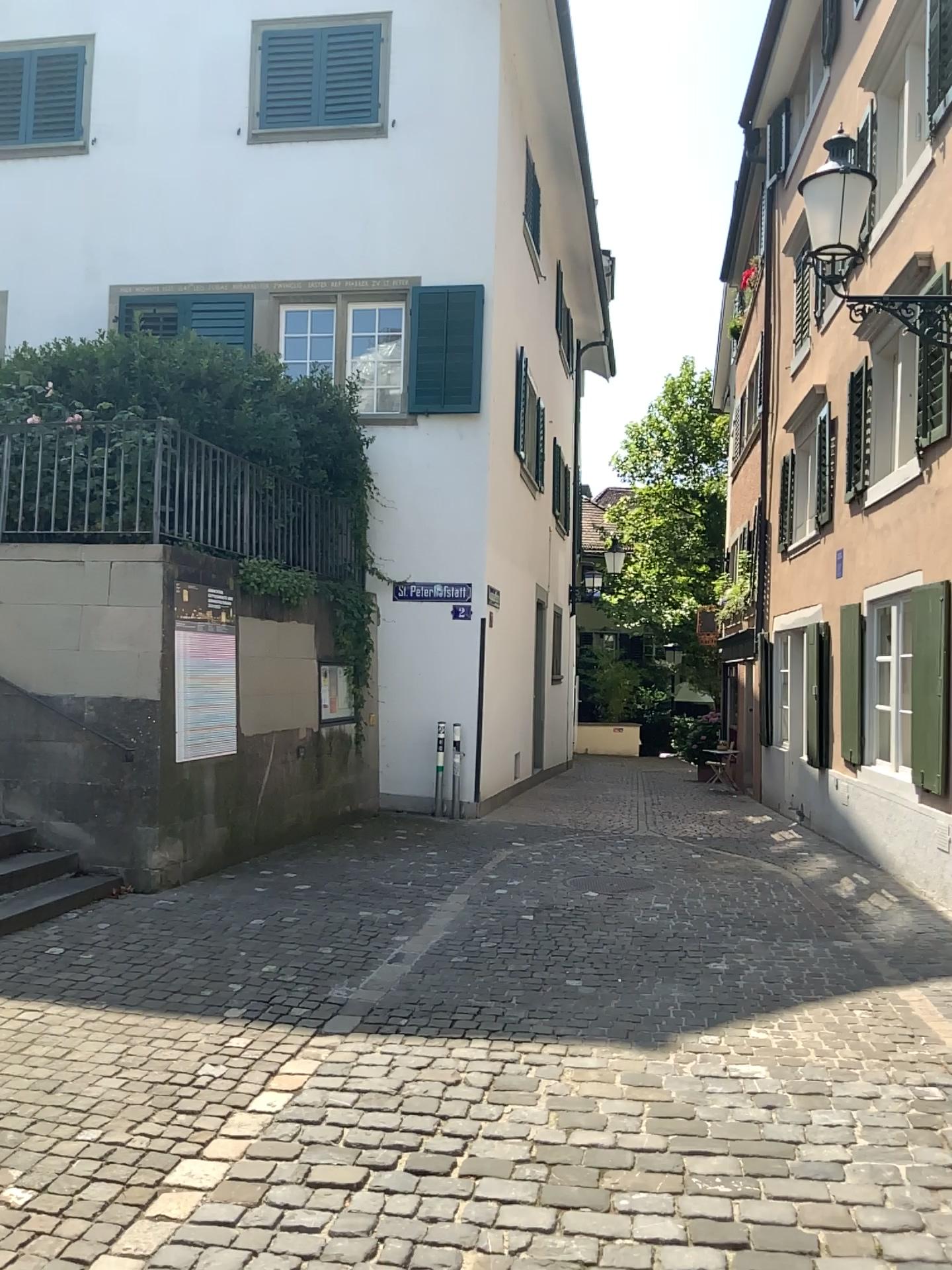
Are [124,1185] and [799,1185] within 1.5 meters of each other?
no
